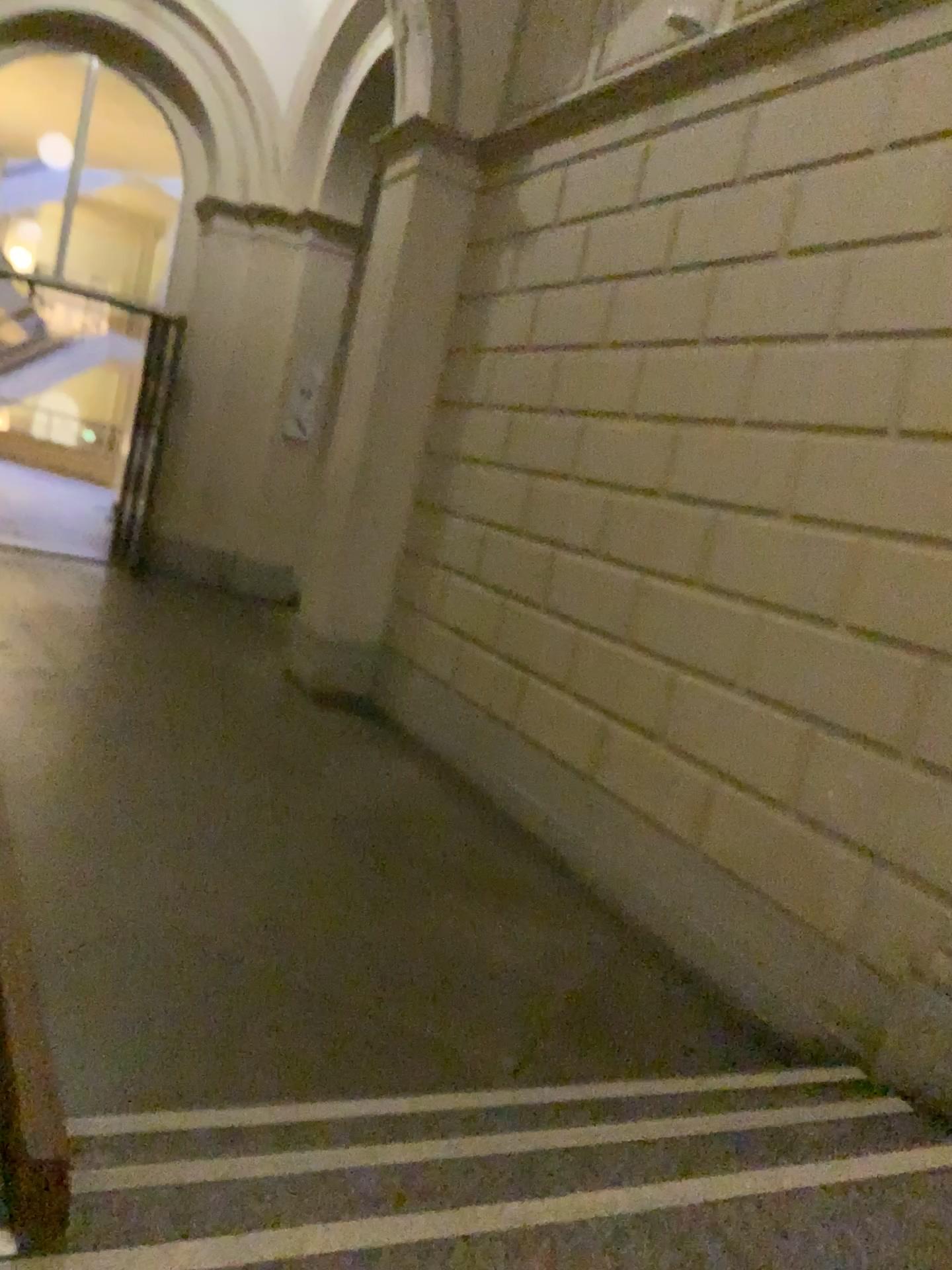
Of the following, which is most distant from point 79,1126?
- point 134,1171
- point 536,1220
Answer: point 536,1220

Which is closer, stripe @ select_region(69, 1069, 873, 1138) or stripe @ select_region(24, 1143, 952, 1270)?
stripe @ select_region(24, 1143, 952, 1270)

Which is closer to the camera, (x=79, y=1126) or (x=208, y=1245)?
(x=208, y=1245)

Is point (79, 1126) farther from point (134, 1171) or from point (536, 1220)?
point (536, 1220)

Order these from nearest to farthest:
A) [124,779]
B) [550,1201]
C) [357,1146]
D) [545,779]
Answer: [550,1201], [357,1146], [124,779], [545,779]
